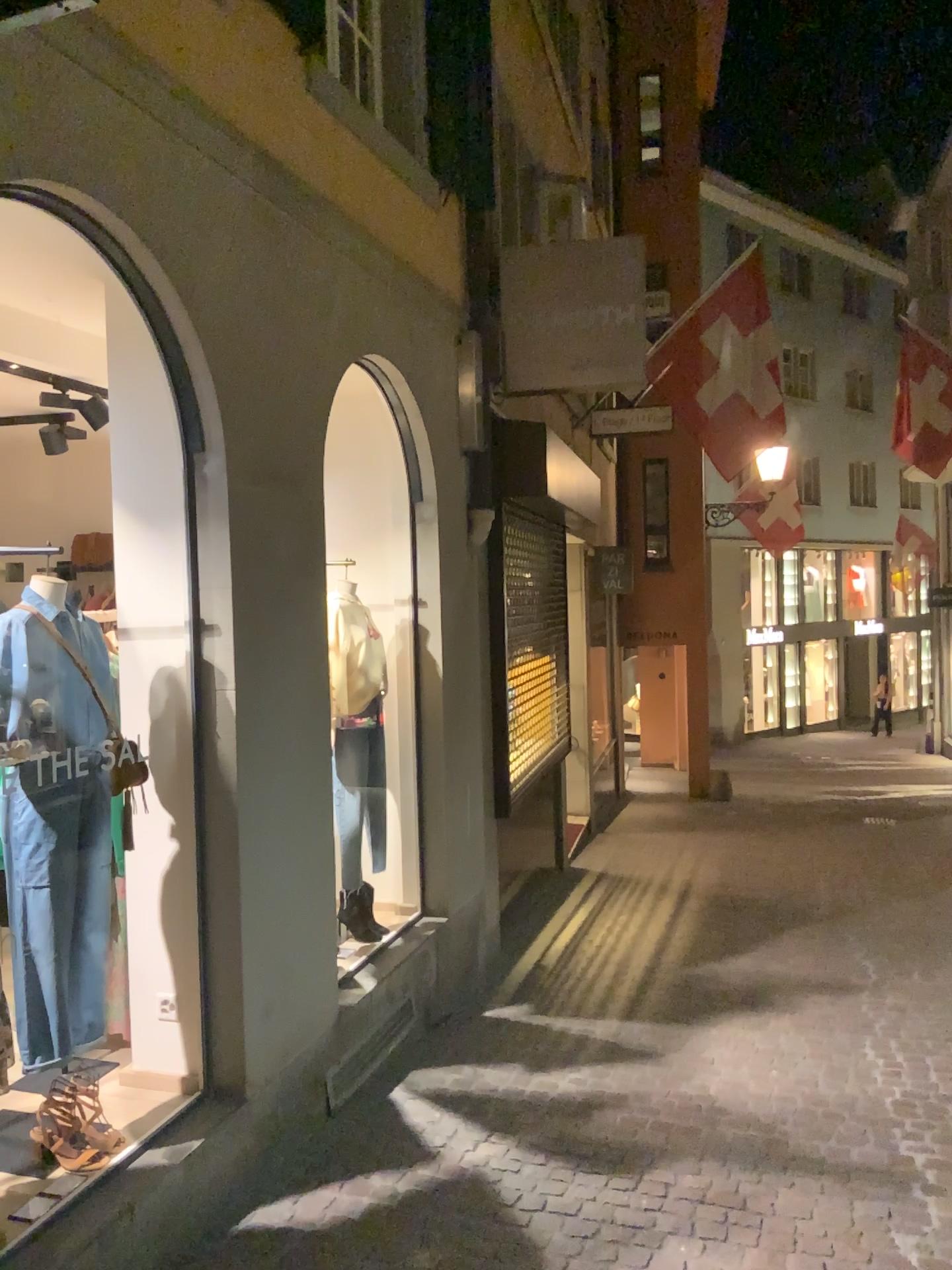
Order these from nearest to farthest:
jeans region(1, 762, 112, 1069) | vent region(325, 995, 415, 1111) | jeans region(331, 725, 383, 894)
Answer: jeans region(1, 762, 112, 1069), vent region(325, 995, 415, 1111), jeans region(331, 725, 383, 894)

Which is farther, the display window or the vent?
the vent

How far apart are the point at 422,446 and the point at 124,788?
2.46m

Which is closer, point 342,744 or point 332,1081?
point 332,1081

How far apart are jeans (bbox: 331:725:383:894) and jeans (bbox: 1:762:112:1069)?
1.76m

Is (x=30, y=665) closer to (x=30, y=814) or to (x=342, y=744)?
(x=30, y=814)

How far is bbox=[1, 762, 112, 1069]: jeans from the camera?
2.8 meters

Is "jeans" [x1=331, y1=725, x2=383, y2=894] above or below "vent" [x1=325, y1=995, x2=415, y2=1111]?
above

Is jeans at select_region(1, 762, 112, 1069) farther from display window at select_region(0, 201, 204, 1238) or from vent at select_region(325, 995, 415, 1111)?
vent at select_region(325, 995, 415, 1111)

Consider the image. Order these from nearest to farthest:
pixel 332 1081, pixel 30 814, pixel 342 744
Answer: pixel 30 814
pixel 332 1081
pixel 342 744
